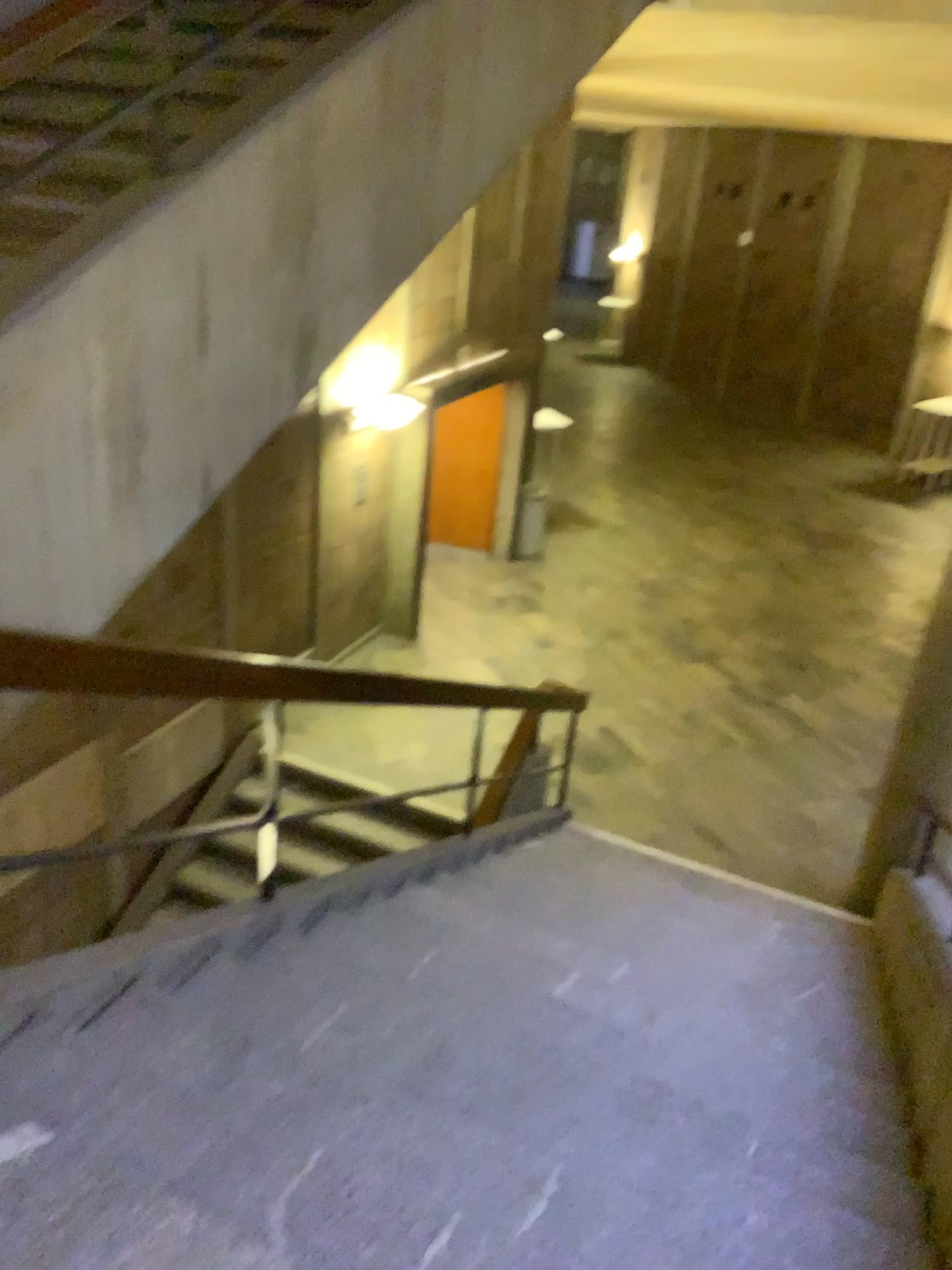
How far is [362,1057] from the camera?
2.6m
